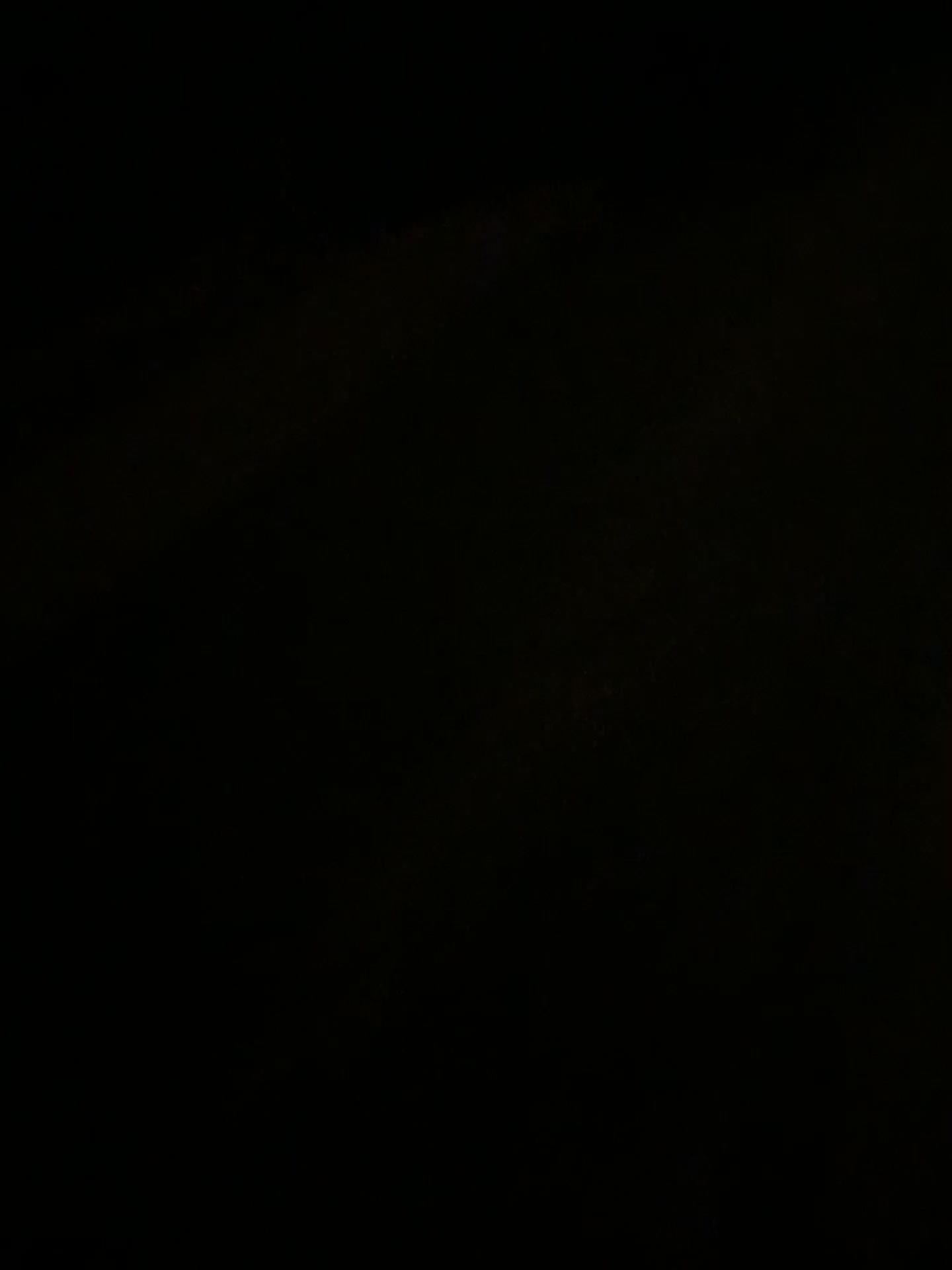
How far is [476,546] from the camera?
2.6 meters
